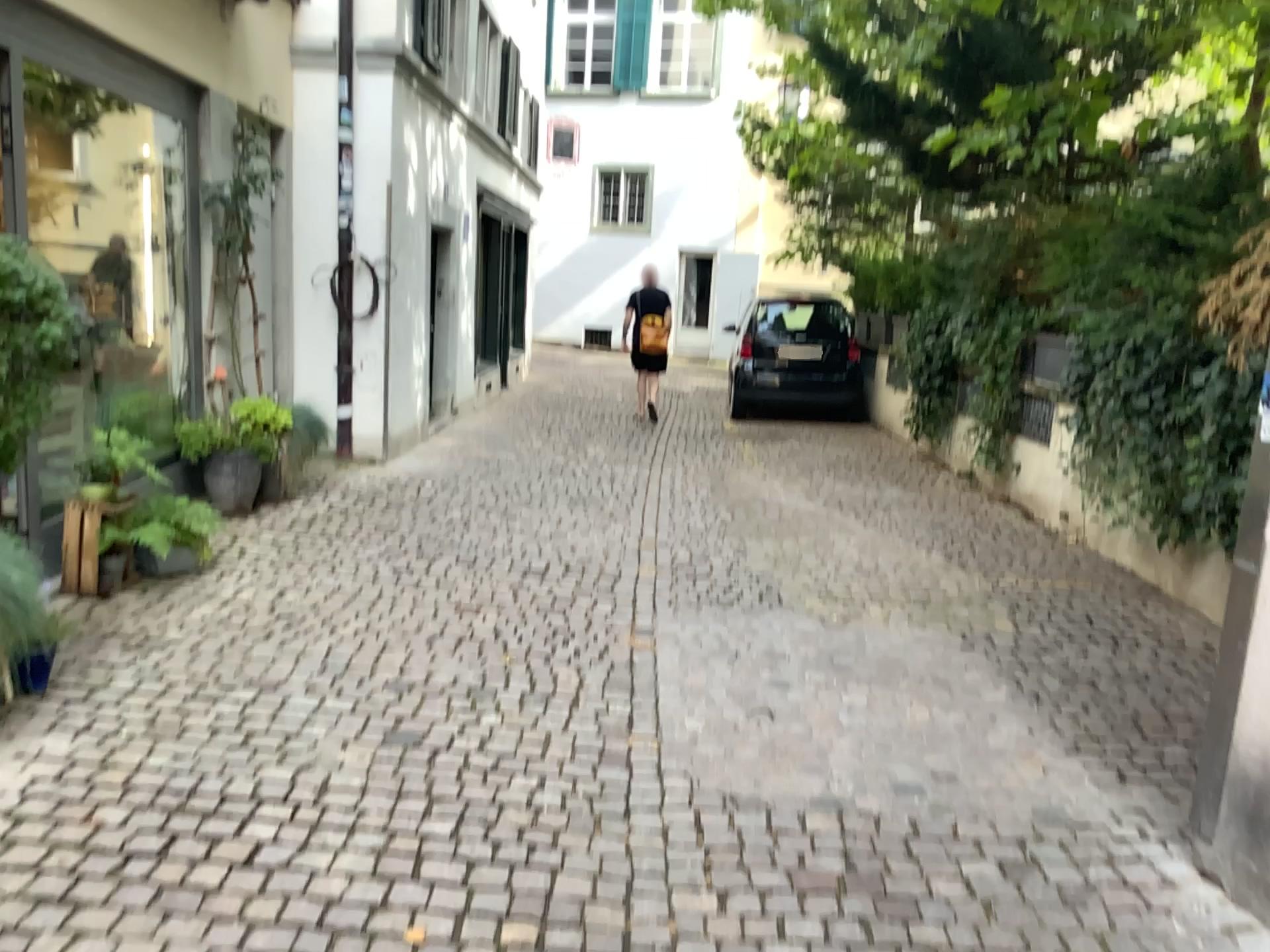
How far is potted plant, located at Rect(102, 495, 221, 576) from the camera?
4.6m

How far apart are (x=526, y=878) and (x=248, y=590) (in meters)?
2.56

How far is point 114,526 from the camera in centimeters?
455cm

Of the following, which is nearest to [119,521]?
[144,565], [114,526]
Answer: [114,526]

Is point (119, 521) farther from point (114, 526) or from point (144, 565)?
point (144, 565)

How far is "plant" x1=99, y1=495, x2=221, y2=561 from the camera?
4.55m
